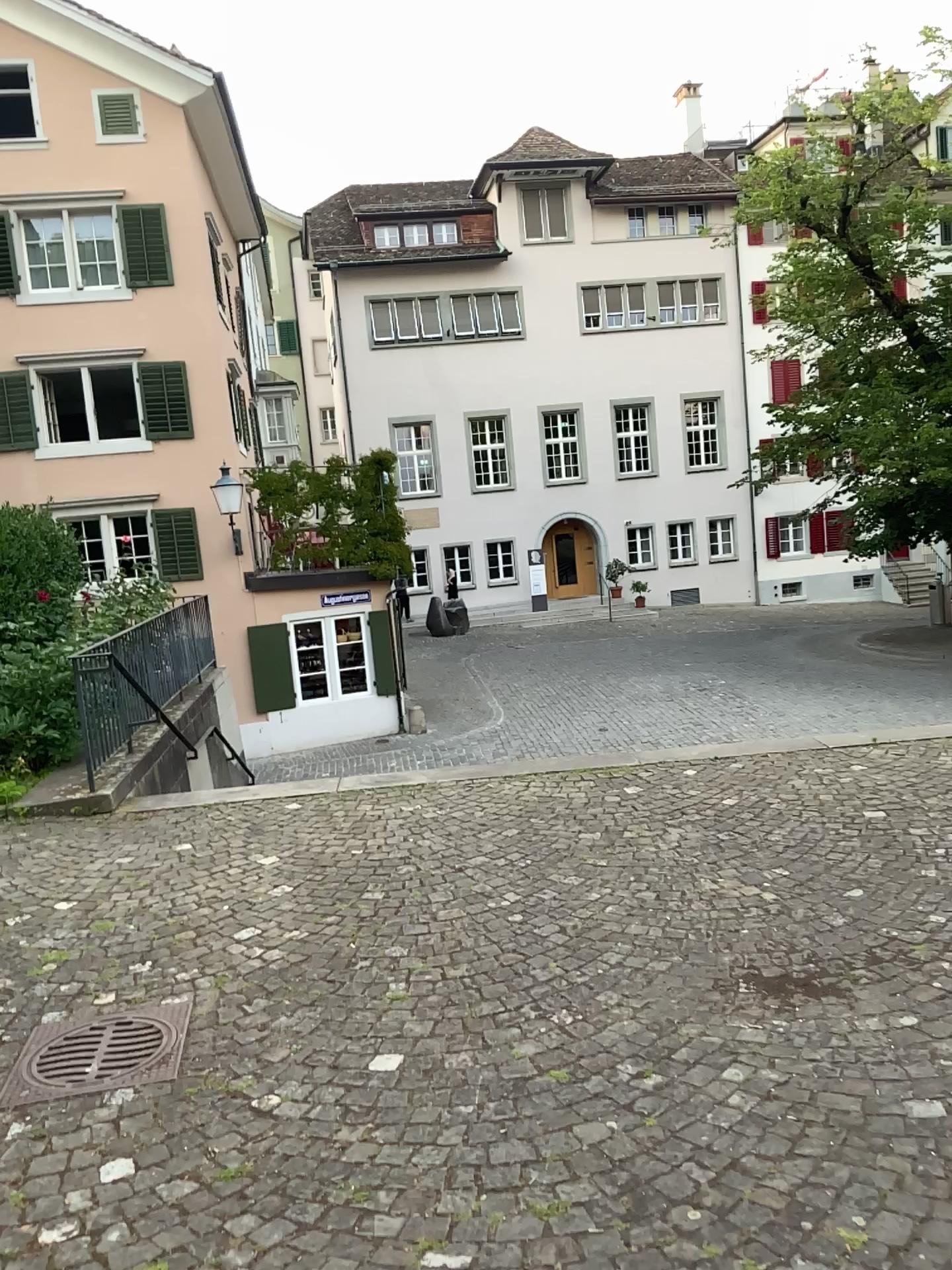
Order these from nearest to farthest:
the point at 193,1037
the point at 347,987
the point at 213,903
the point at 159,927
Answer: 1. the point at 193,1037
2. the point at 347,987
3. the point at 159,927
4. the point at 213,903
